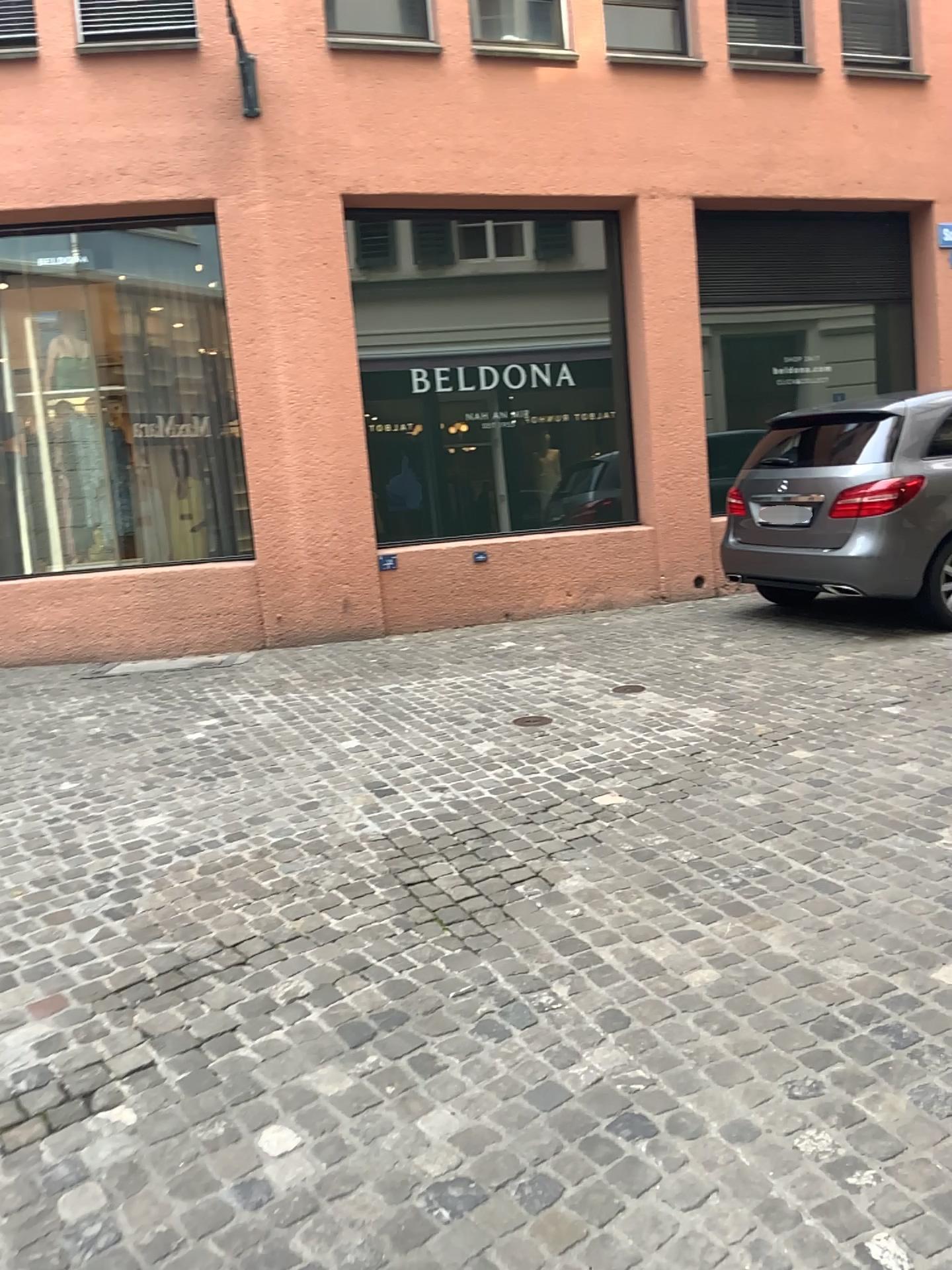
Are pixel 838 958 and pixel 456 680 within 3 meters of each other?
no
